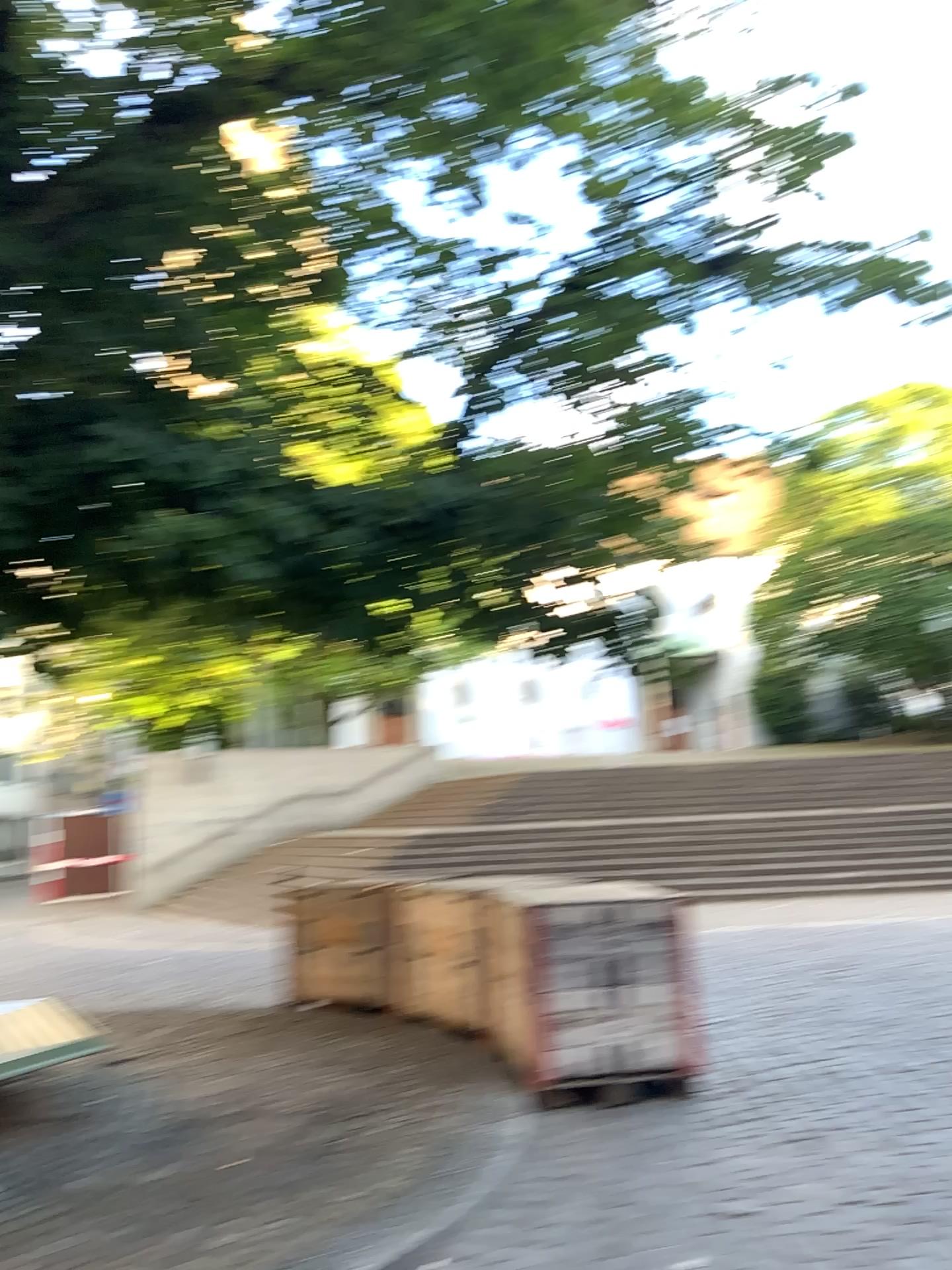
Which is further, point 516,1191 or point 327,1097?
point 327,1097
